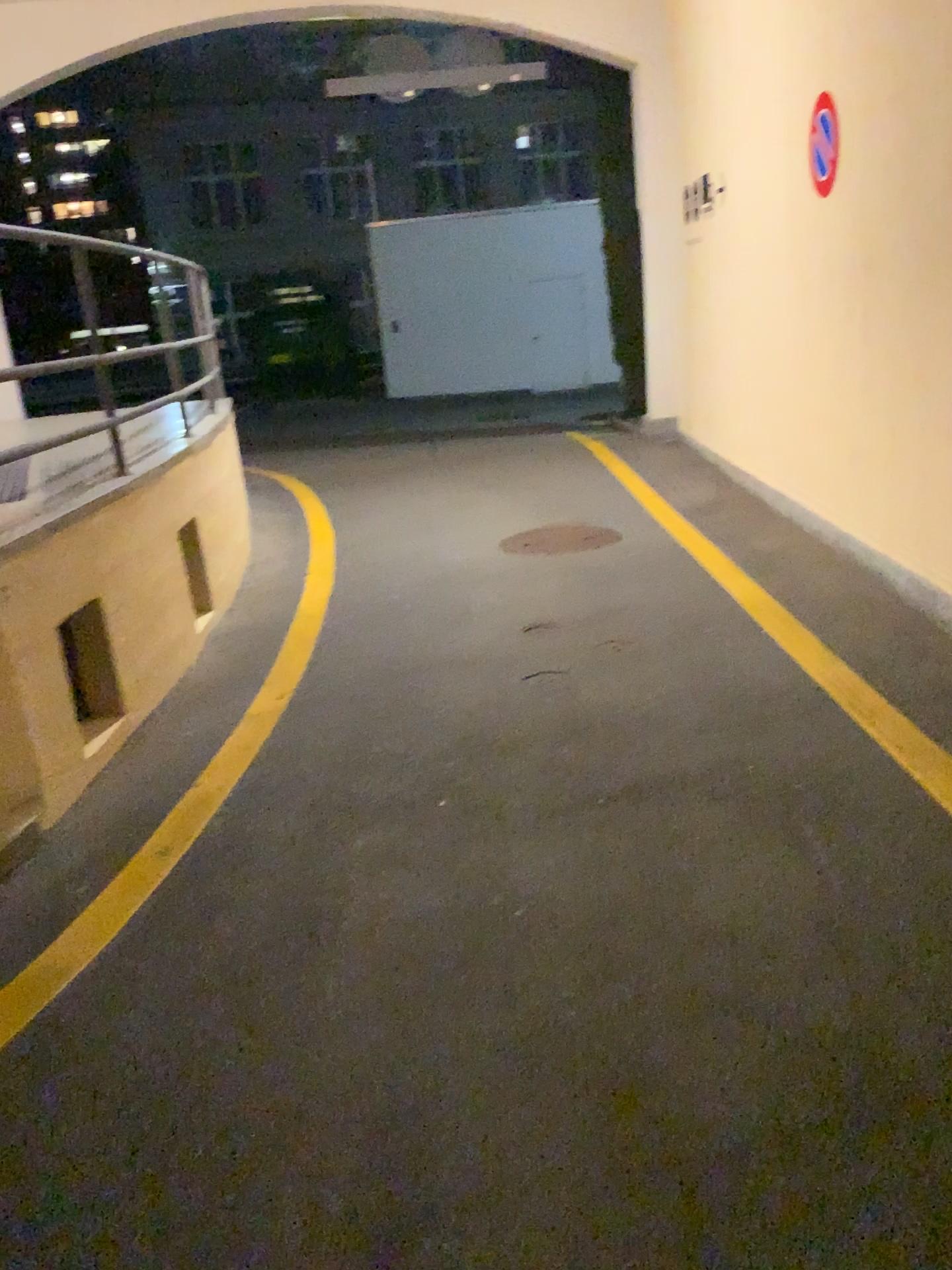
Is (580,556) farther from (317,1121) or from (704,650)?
(317,1121)
